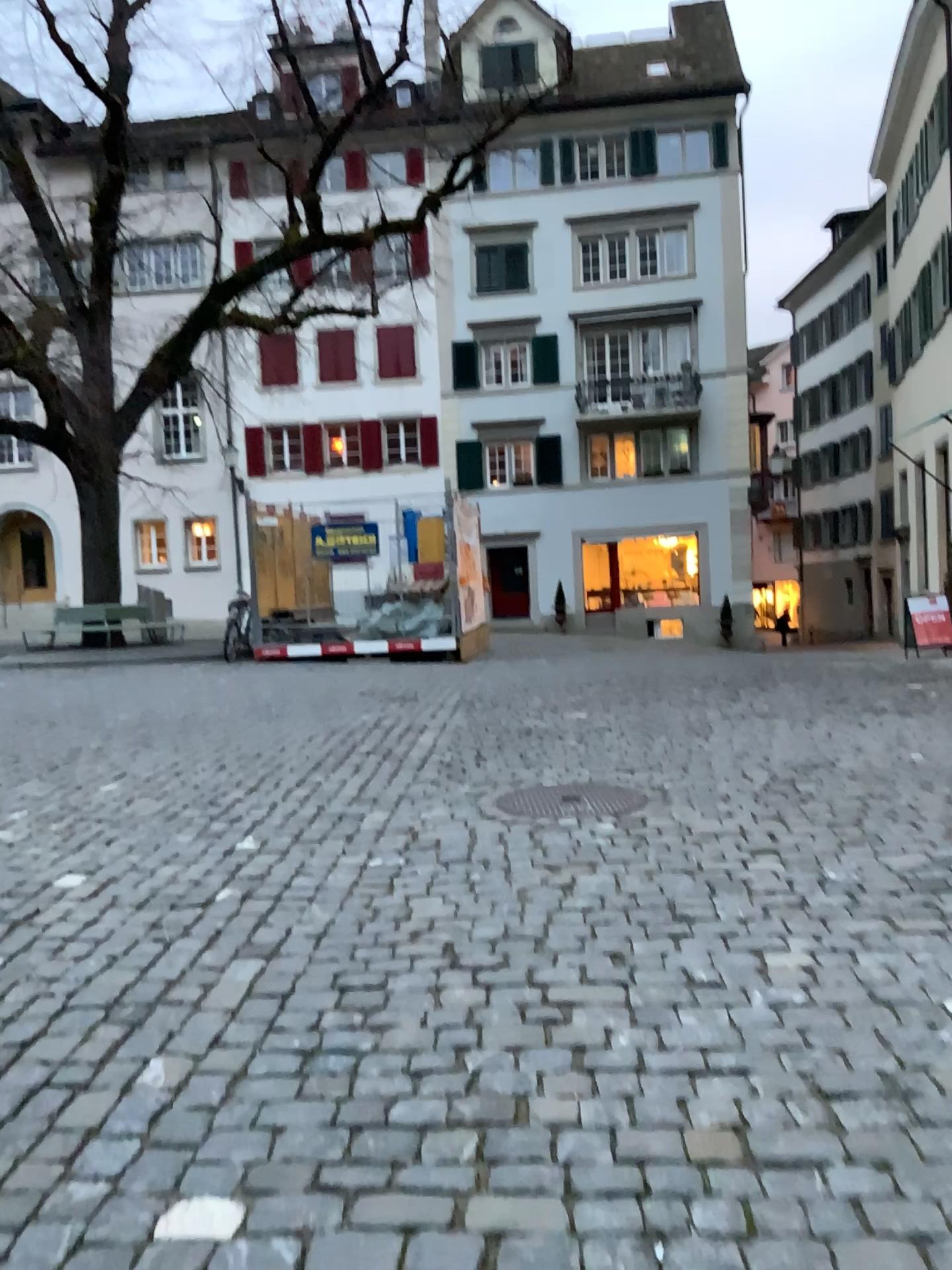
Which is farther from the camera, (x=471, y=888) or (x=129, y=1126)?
(x=471, y=888)
